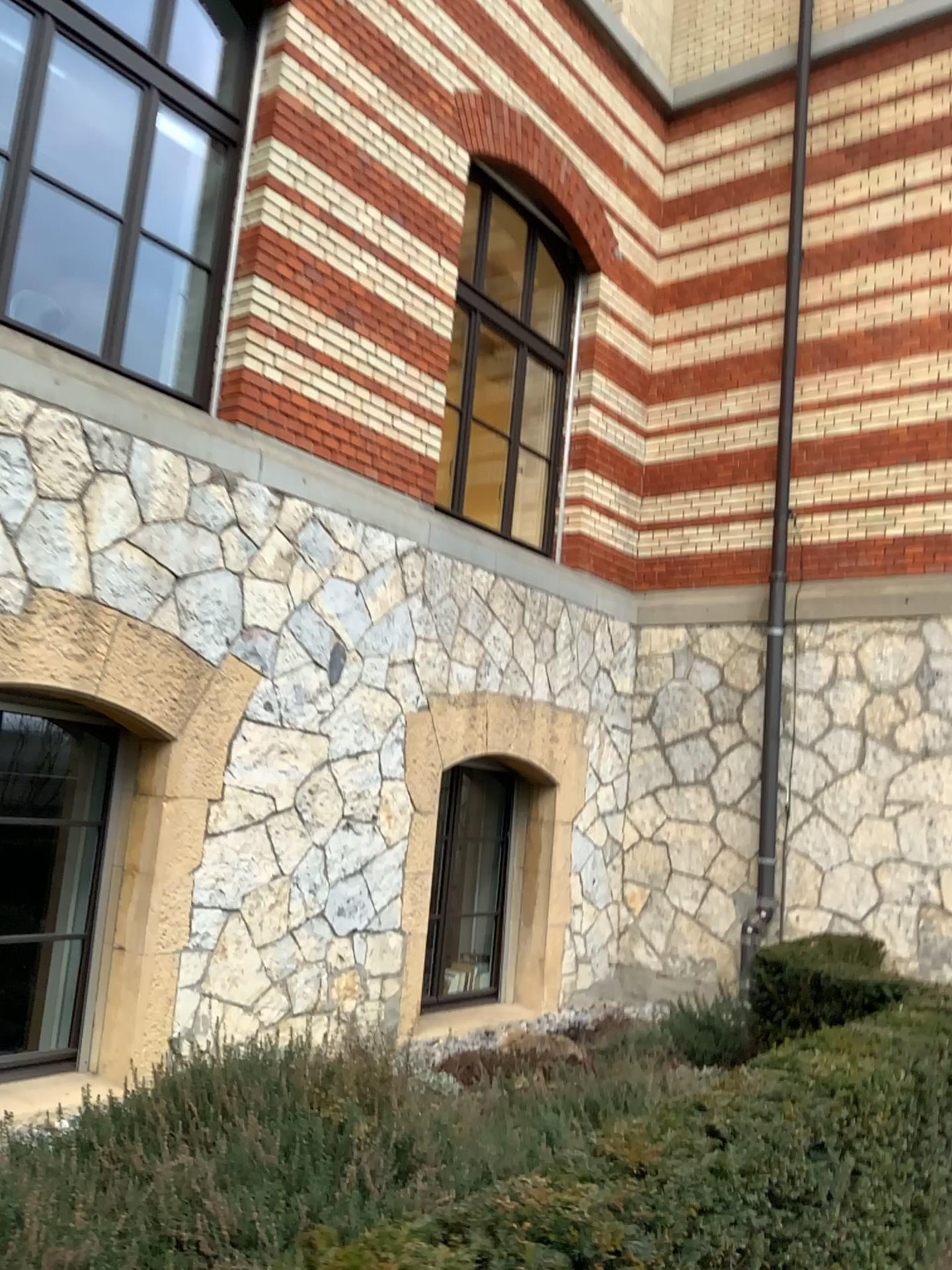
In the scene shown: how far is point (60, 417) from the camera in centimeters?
433cm
